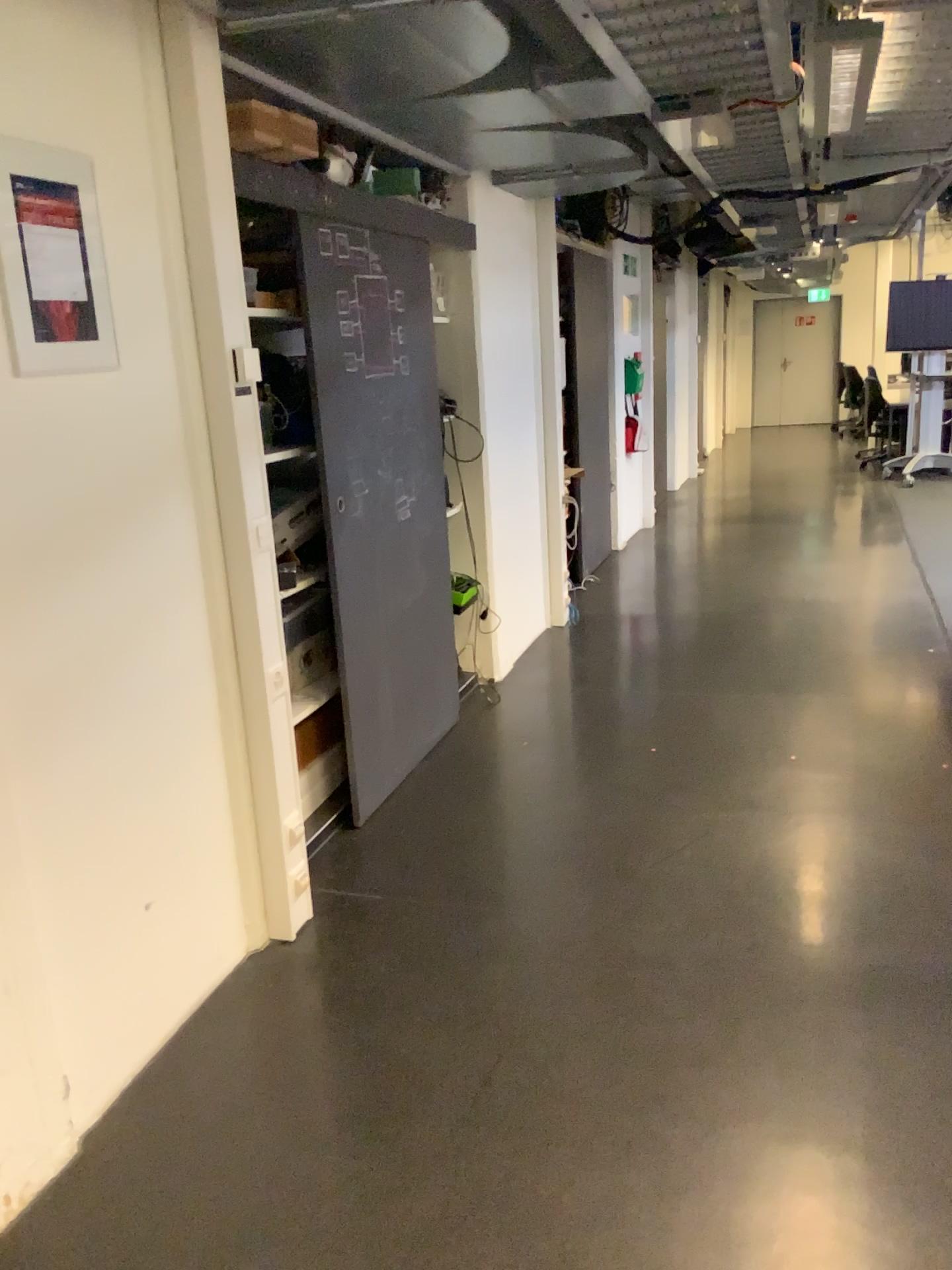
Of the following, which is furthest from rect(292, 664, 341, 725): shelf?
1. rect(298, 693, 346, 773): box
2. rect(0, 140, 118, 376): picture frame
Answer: rect(0, 140, 118, 376): picture frame

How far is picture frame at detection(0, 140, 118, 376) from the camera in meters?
1.9 m

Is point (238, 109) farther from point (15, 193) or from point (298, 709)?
point (298, 709)

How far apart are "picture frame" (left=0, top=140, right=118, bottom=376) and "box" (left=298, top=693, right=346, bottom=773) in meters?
1.4

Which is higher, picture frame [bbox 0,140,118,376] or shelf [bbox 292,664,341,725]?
picture frame [bbox 0,140,118,376]

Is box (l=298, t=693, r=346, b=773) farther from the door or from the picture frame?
the picture frame

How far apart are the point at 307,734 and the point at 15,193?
1.77m

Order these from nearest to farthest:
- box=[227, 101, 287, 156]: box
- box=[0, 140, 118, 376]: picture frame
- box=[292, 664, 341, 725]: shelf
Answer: box=[0, 140, 118, 376]: picture frame < box=[227, 101, 287, 156]: box < box=[292, 664, 341, 725]: shelf

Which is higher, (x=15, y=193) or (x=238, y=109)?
(x=238, y=109)

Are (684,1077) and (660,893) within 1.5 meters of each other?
yes
